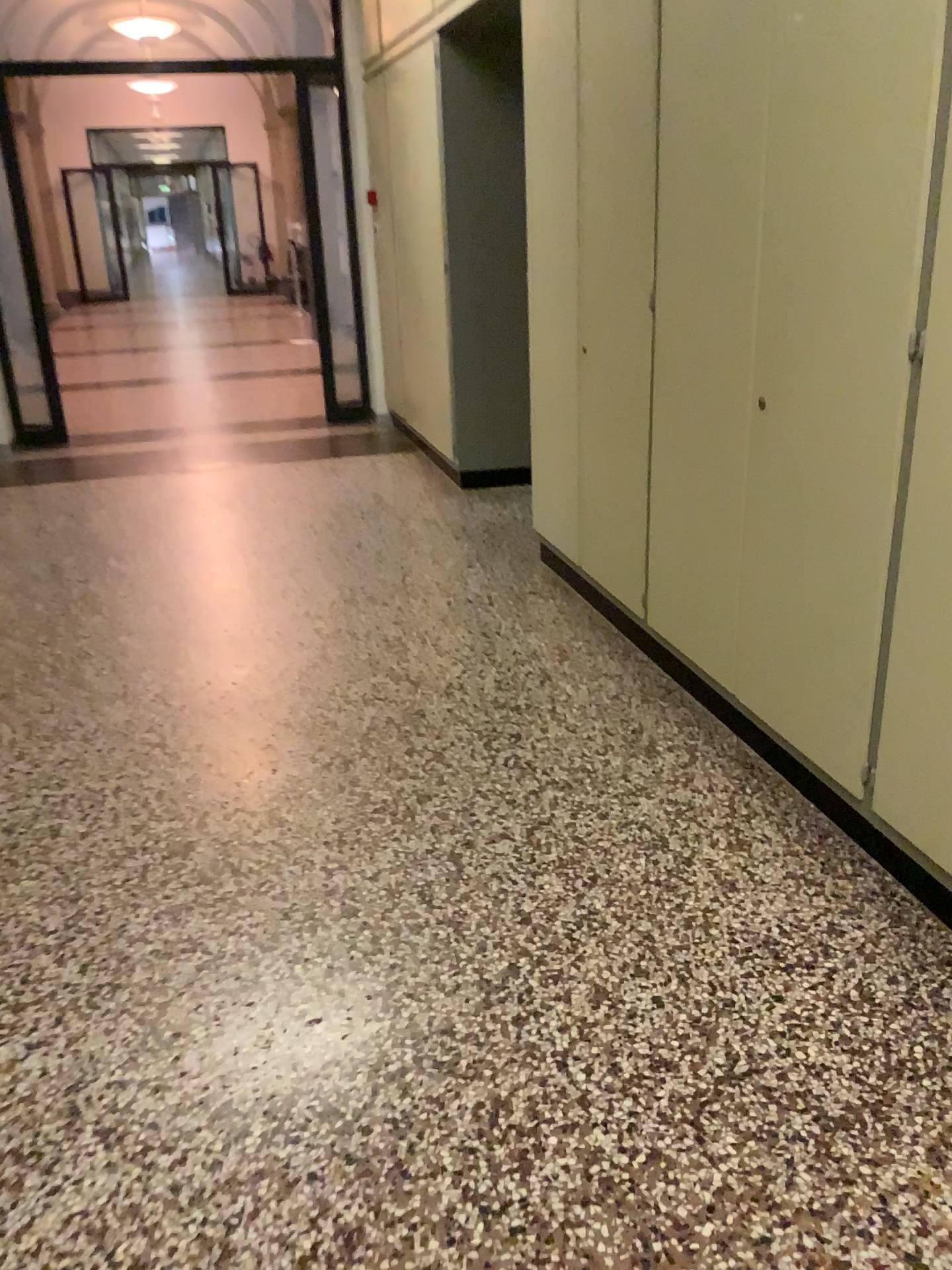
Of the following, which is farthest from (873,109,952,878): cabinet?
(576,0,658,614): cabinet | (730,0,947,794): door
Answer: (576,0,658,614): cabinet

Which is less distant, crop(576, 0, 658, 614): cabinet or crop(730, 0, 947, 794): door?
crop(730, 0, 947, 794): door

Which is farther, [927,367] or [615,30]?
[615,30]

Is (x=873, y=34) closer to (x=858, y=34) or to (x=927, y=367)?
(x=858, y=34)

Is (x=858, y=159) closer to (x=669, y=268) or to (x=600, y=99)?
(x=669, y=268)

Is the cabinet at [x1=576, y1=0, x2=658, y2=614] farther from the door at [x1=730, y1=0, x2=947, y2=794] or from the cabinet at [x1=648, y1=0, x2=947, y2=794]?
the door at [x1=730, y1=0, x2=947, y2=794]

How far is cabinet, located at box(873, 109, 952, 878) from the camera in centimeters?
194cm

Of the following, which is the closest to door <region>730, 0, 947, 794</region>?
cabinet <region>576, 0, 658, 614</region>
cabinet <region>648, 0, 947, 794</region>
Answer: cabinet <region>648, 0, 947, 794</region>

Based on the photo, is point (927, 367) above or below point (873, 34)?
below
